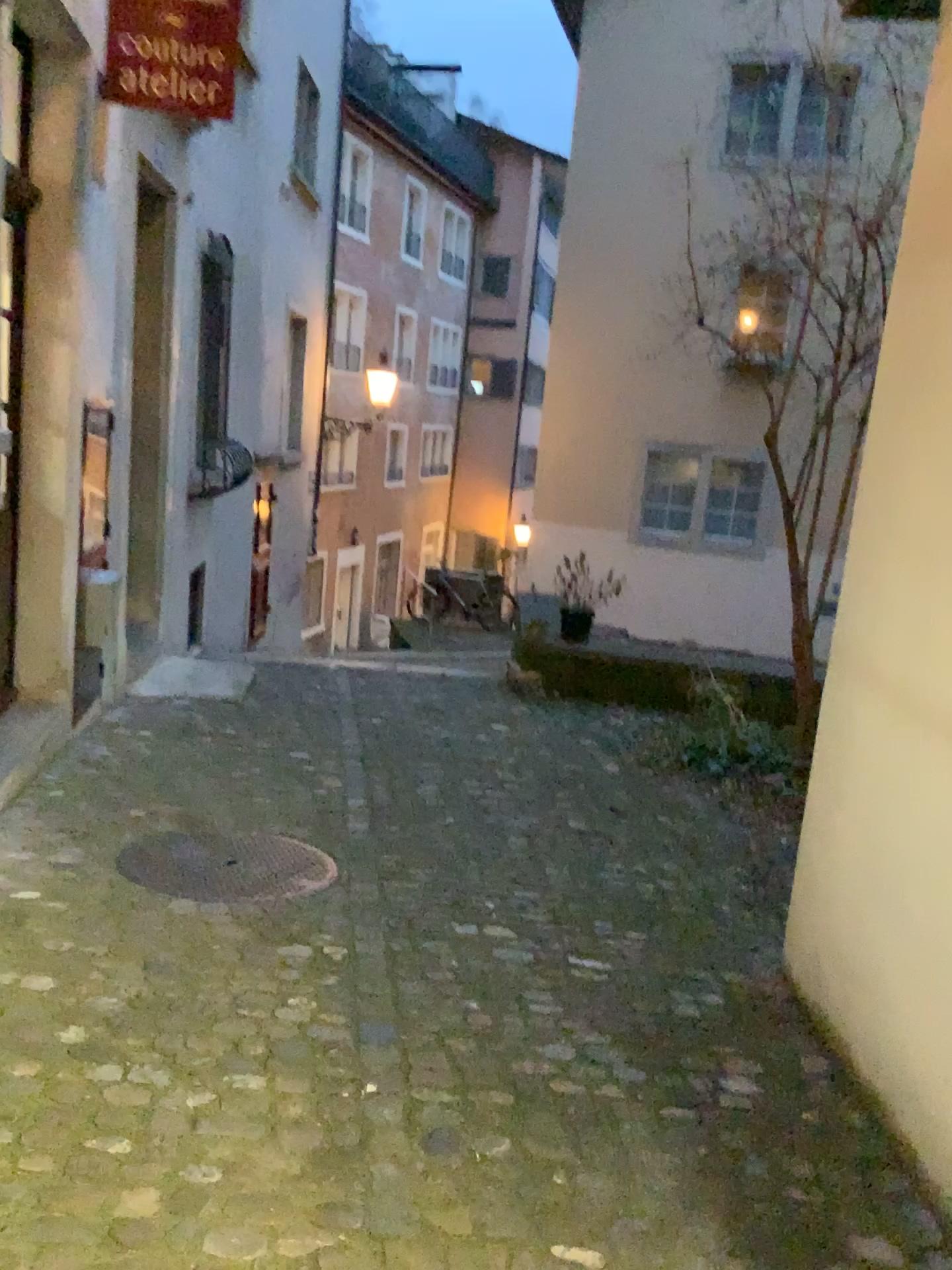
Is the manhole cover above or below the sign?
below

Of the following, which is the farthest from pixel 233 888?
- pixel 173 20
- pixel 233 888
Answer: pixel 173 20

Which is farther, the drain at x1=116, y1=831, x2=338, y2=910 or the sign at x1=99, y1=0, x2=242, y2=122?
the sign at x1=99, y1=0, x2=242, y2=122

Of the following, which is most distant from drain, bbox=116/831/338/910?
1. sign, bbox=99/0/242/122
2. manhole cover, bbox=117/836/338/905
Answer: sign, bbox=99/0/242/122

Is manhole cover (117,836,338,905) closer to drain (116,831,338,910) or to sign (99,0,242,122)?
drain (116,831,338,910)

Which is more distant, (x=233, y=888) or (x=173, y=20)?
(x=173, y=20)

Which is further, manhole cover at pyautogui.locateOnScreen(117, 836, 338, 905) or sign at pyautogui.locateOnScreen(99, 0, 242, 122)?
sign at pyautogui.locateOnScreen(99, 0, 242, 122)

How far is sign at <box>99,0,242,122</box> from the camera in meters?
3.7

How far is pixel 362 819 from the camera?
4.22m

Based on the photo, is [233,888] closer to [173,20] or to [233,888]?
[233,888]
